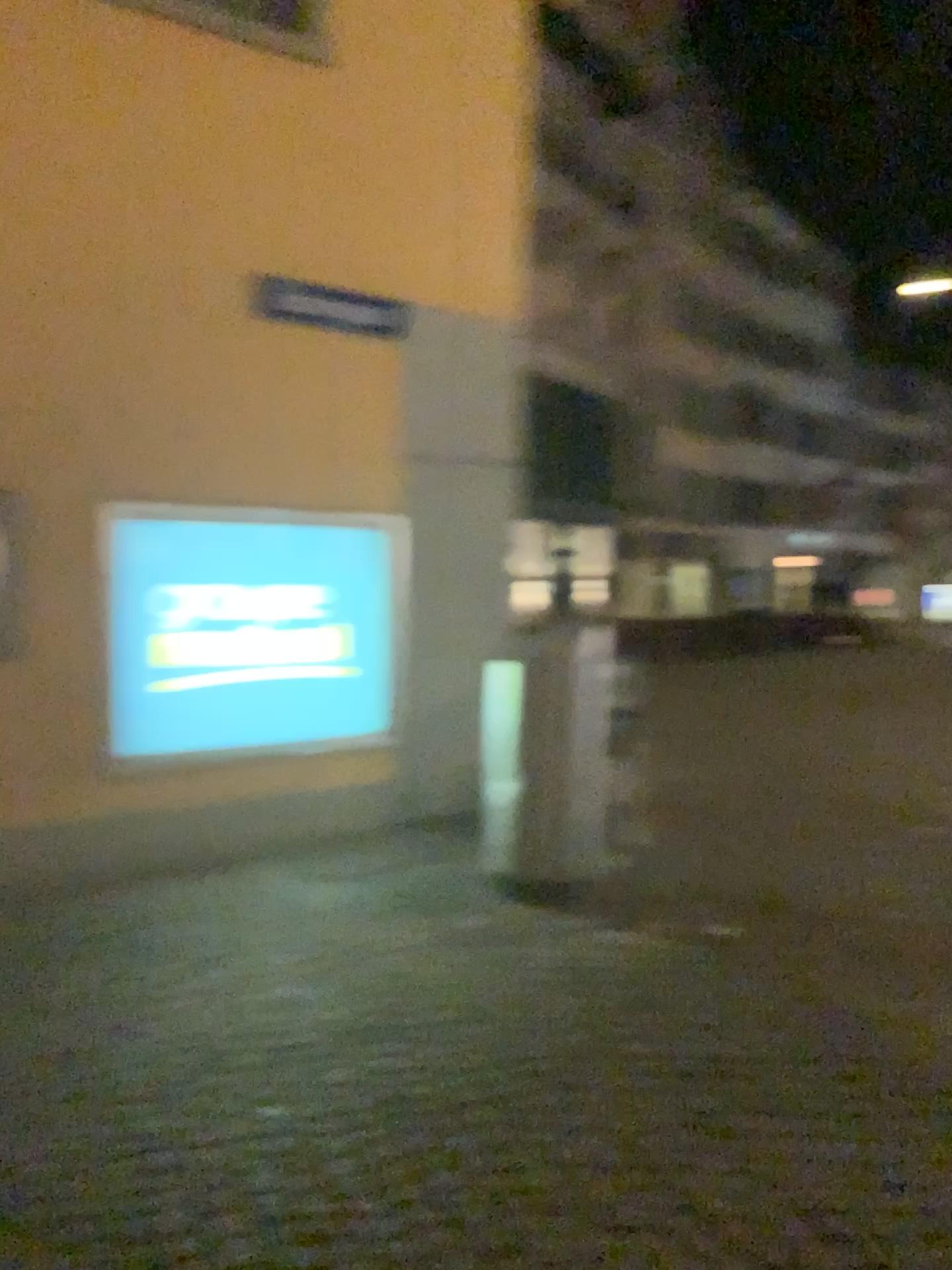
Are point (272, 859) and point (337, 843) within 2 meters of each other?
yes
